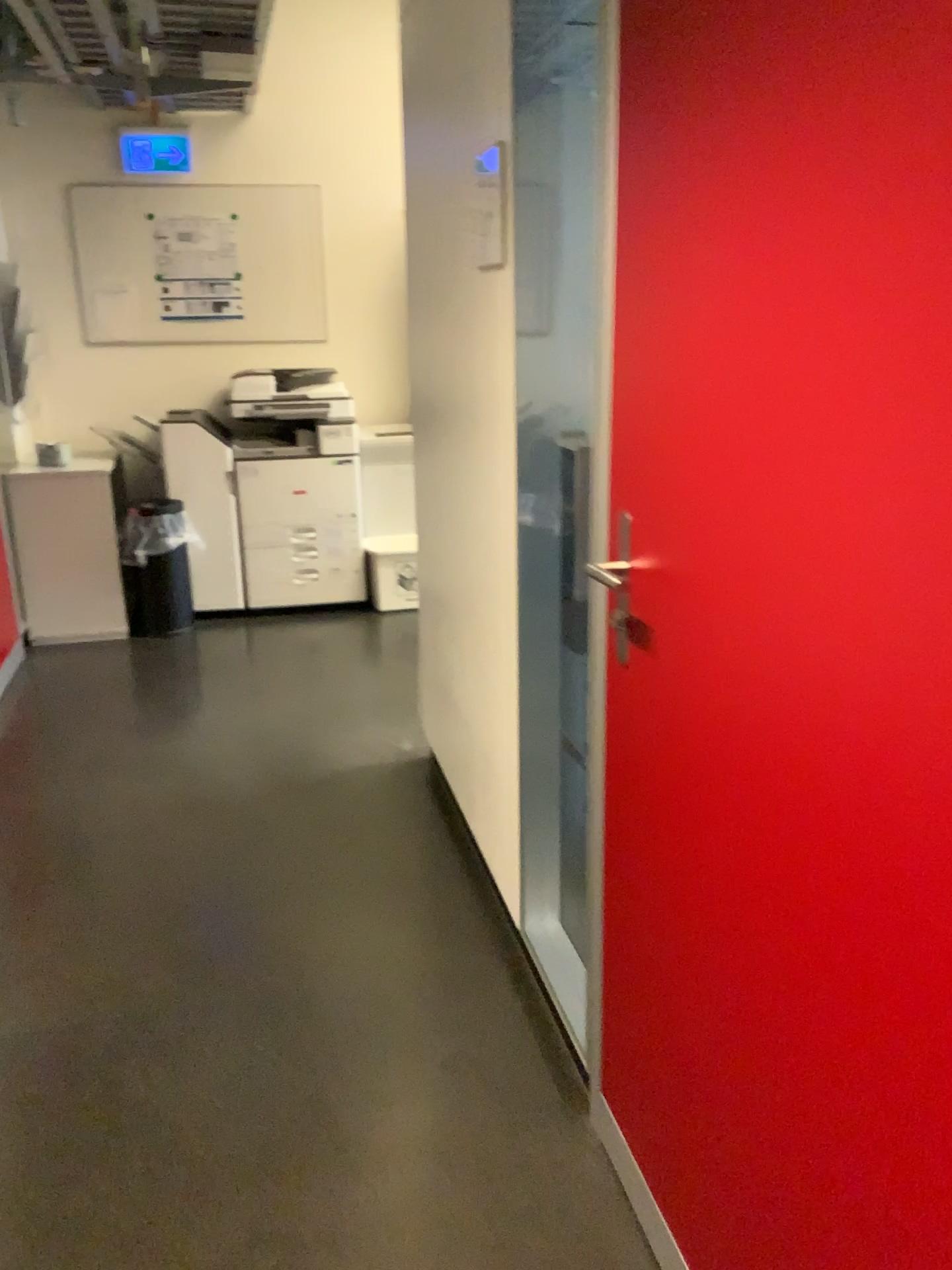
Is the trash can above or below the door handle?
below

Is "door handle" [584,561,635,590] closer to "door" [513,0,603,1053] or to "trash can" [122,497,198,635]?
"door" [513,0,603,1053]

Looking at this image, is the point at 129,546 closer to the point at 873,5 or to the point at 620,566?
the point at 620,566

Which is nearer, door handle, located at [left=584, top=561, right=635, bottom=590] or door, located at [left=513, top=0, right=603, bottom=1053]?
door handle, located at [left=584, top=561, right=635, bottom=590]

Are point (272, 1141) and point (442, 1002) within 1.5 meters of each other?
yes

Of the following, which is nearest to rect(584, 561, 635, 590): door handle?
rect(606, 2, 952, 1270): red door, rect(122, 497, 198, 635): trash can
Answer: rect(606, 2, 952, 1270): red door

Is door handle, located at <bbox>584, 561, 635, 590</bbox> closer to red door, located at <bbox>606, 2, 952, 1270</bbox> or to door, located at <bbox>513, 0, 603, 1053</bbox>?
red door, located at <bbox>606, 2, 952, 1270</bbox>

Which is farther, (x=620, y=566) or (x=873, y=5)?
(x=620, y=566)

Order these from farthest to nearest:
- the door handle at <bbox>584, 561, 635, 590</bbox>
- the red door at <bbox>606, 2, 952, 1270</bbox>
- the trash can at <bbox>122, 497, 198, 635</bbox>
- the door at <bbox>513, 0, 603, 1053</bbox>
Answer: the trash can at <bbox>122, 497, 198, 635</bbox> < the door at <bbox>513, 0, 603, 1053</bbox> < the door handle at <bbox>584, 561, 635, 590</bbox> < the red door at <bbox>606, 2, 952, 1270</bbox>

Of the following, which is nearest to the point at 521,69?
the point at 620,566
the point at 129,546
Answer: the point at 620,566
